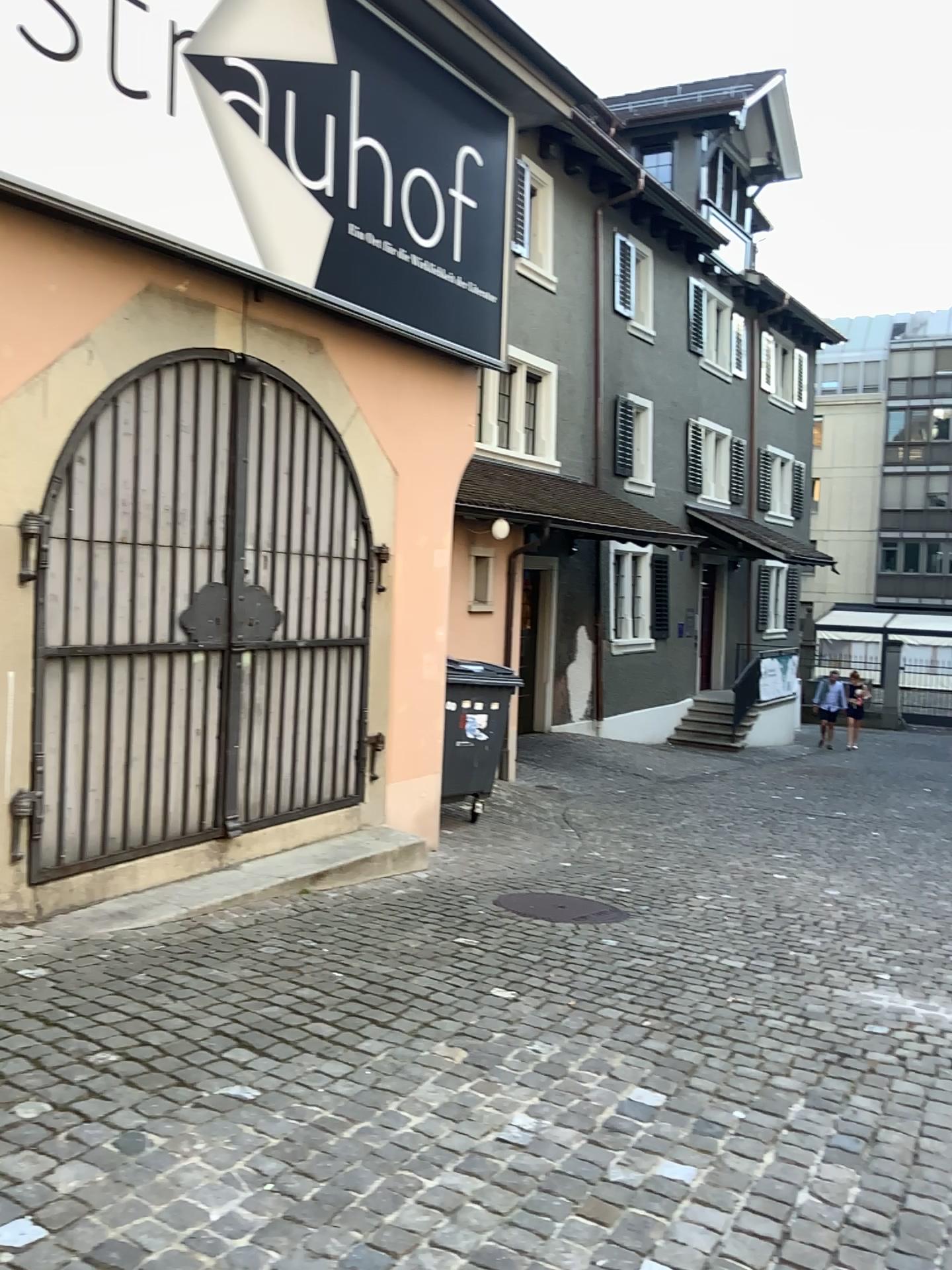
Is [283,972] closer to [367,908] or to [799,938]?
[367,908]
